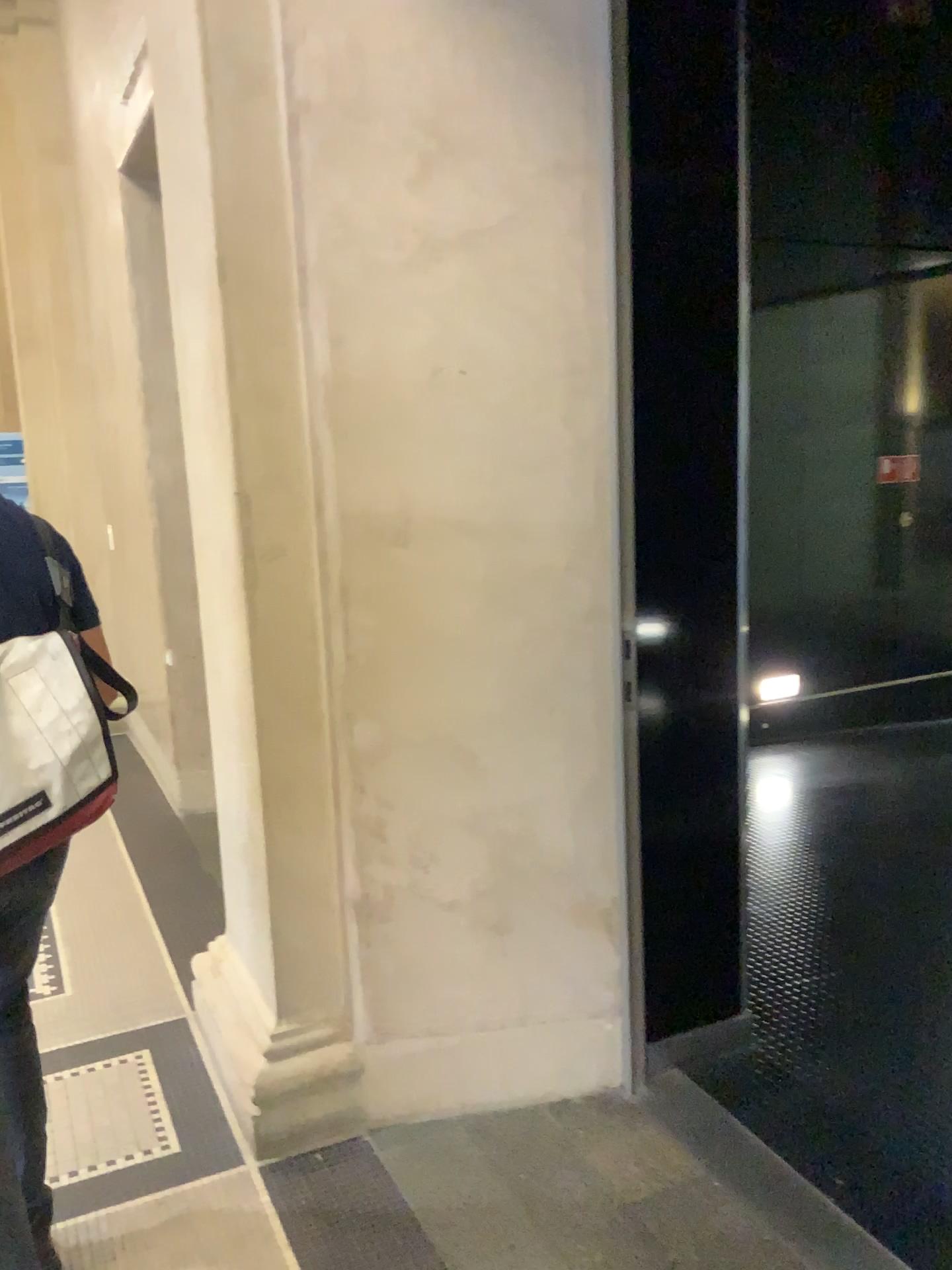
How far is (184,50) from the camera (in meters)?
2.16

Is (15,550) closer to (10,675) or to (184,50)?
(10,675)

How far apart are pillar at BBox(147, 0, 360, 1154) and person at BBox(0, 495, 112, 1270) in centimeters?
48cm

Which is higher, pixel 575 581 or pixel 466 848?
pixel 575 581

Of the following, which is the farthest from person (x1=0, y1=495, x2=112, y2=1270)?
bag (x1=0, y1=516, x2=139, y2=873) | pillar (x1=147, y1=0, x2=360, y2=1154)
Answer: pillar (x1=147, y1=0, x2=360, y2=1154)

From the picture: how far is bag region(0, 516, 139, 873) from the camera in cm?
160

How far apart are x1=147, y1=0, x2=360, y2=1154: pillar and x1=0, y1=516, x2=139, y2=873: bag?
0.61m

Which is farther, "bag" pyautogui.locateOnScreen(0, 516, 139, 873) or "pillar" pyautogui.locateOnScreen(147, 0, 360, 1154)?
"pillar" pyautogui.locateOnScreen(147, 0, 360, 1154)

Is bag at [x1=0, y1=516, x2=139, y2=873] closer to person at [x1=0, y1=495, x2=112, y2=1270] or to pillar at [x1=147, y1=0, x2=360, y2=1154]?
person at [x1=0, y1=495, x2=112, y2=1270]

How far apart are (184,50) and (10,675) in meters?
1.4
